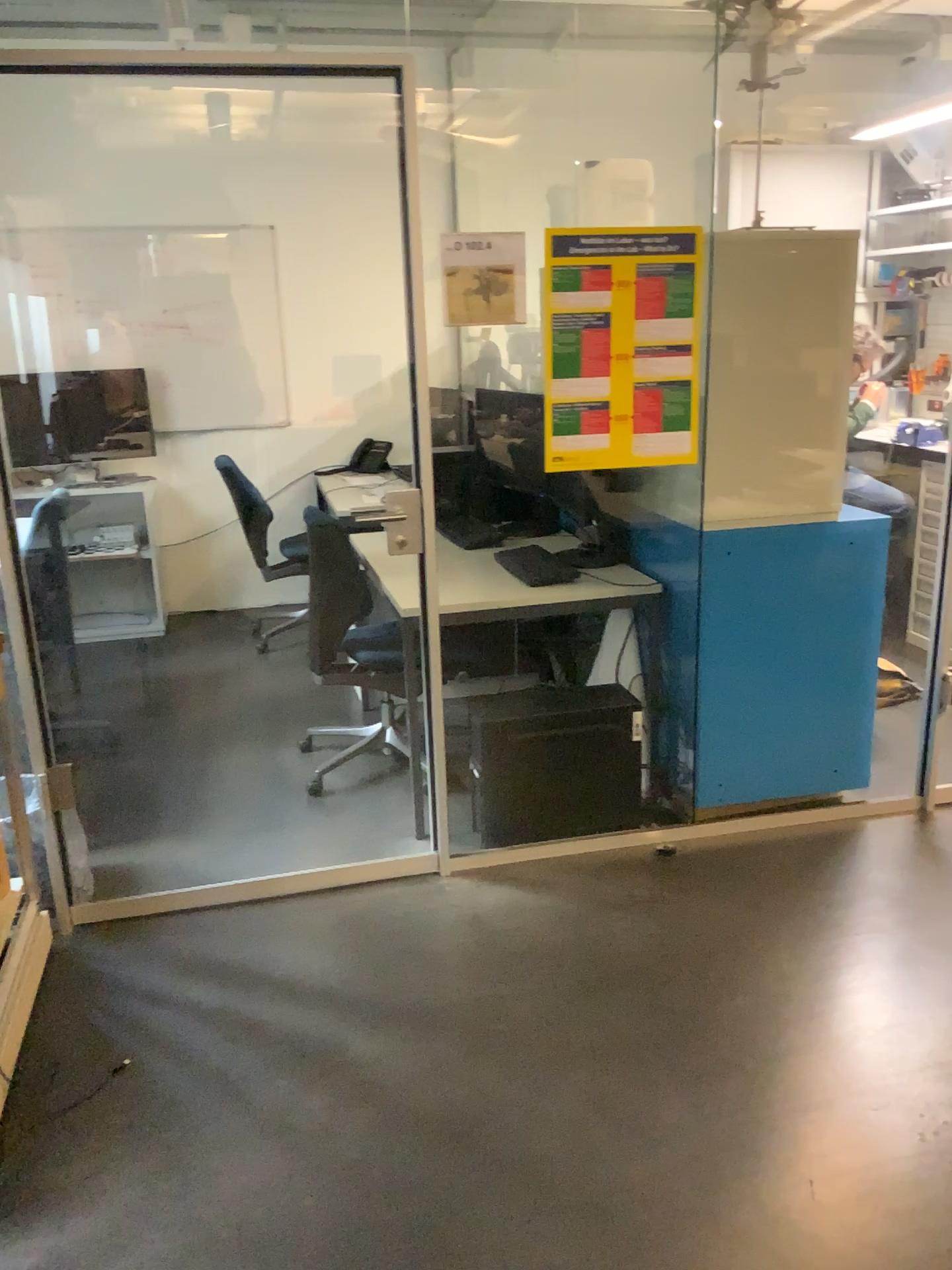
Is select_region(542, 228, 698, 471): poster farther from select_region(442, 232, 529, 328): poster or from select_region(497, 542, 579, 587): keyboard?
select_region(497, 542, 579, 587): keyboard

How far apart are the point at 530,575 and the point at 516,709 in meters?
0.5

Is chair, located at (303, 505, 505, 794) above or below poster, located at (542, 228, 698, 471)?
below

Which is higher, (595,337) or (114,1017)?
(595,337)

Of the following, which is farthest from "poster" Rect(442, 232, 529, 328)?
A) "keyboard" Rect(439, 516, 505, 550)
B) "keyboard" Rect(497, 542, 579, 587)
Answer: "keyboard" Rect(439, 516, 505, 550)

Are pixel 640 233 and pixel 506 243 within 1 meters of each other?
yes

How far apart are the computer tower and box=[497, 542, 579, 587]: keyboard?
0.4m

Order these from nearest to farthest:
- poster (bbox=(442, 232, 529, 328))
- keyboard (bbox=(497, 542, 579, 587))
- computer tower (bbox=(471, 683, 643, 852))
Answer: poster (bbox=(442, 232, 529, 328)), computer tower (bbox=(471, 683, 643, 852)), keyboard (bbox=(497, 542, 579, 587))

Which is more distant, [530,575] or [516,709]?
[530,575]

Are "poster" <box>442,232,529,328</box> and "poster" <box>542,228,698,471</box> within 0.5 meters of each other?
yes
